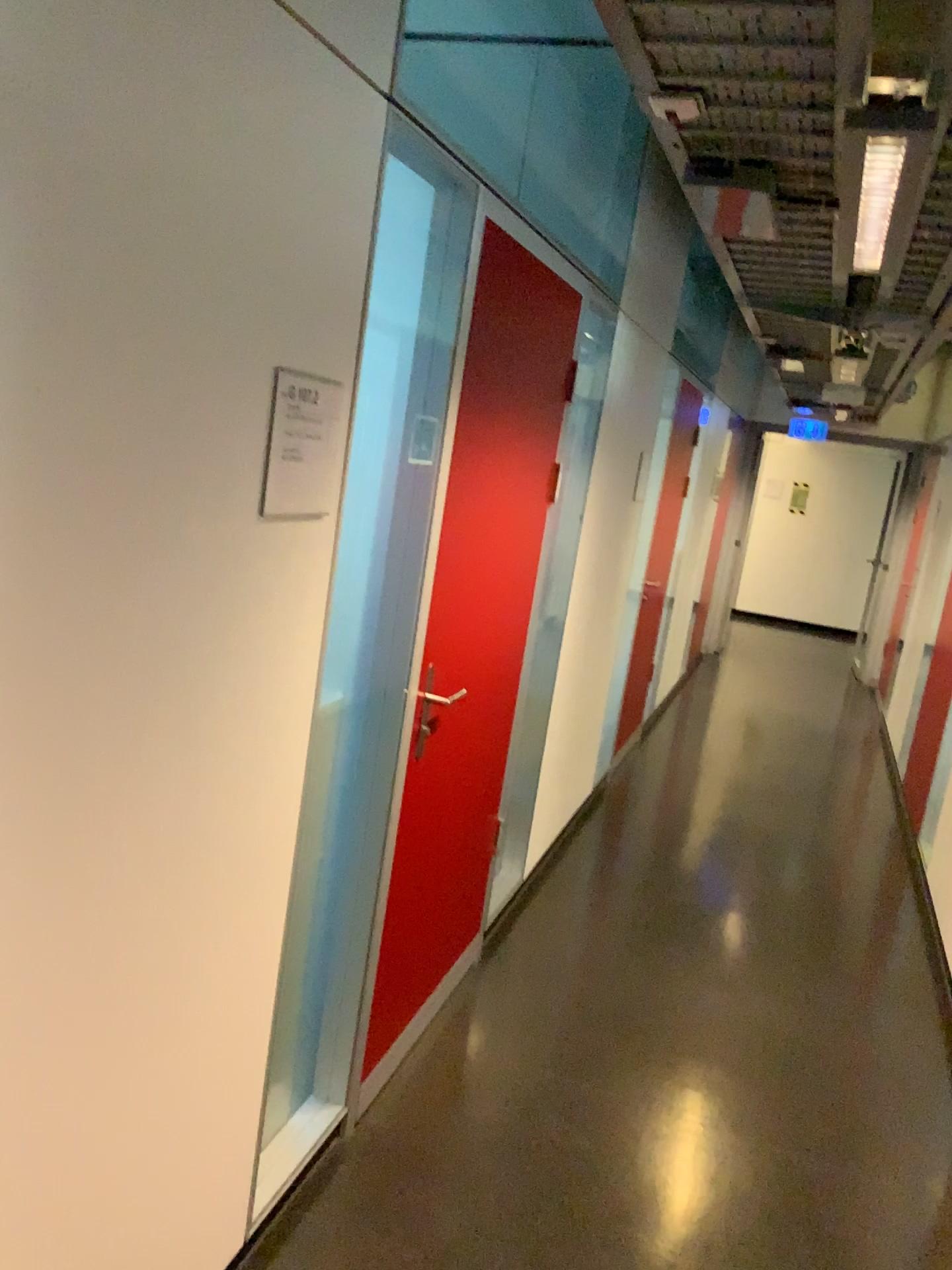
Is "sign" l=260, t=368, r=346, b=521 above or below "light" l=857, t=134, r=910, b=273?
below

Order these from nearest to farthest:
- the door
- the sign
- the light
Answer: the sign
the light
the door

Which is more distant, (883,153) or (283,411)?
(883,153)

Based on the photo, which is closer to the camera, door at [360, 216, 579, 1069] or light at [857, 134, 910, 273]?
light at [857, 134, 910, 273]

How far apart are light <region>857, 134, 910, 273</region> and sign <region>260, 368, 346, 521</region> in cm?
115

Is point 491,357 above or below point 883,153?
below

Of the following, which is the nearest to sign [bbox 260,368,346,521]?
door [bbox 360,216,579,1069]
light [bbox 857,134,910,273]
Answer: door [bbox 360,216,579,1069]

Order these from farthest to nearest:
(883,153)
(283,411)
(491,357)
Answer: (491,357)
(883,153)
(283,411)

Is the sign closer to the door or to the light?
the door

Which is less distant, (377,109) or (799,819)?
(377,109)
